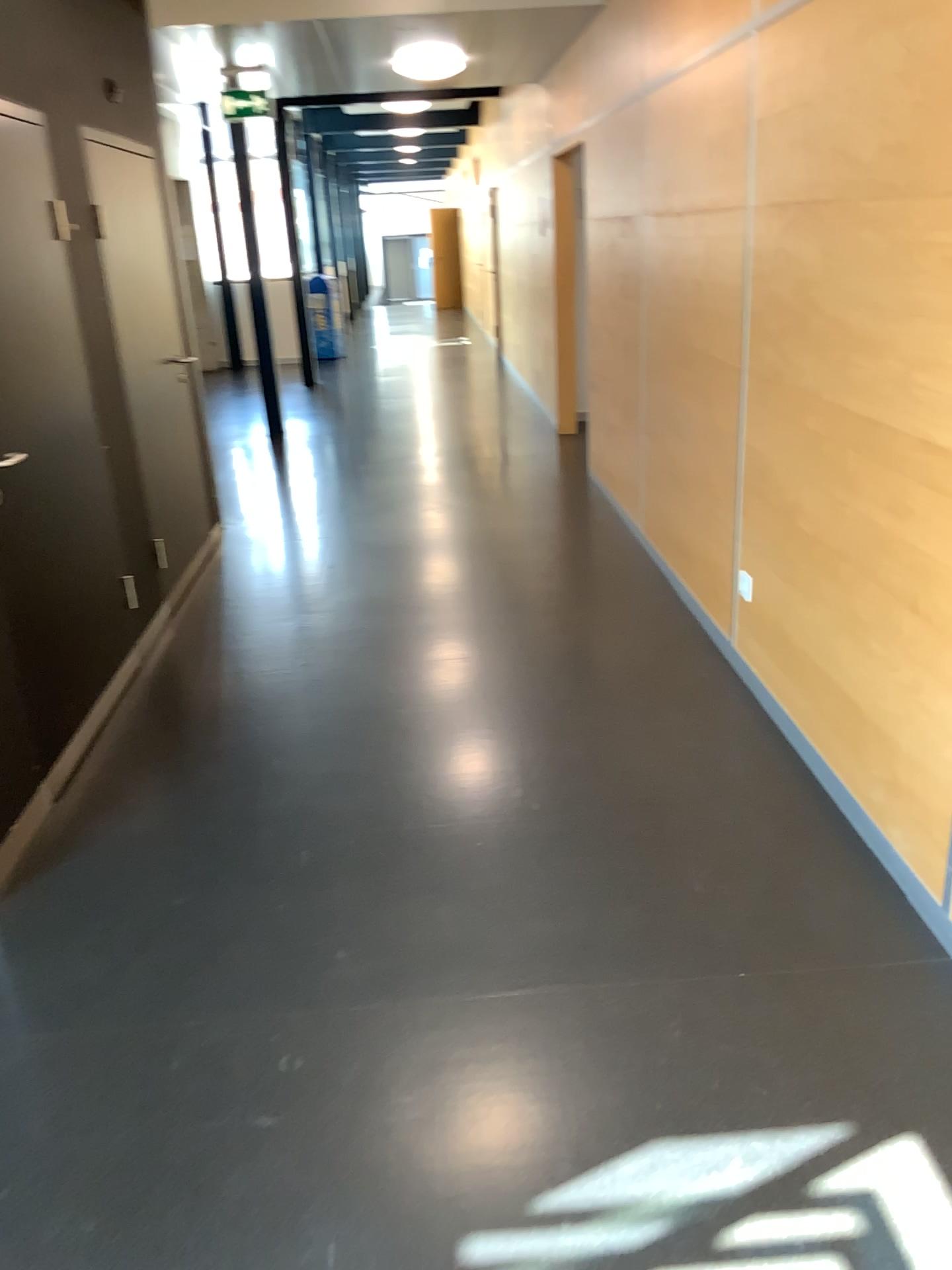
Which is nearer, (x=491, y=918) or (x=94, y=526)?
(x=491, y=918)
